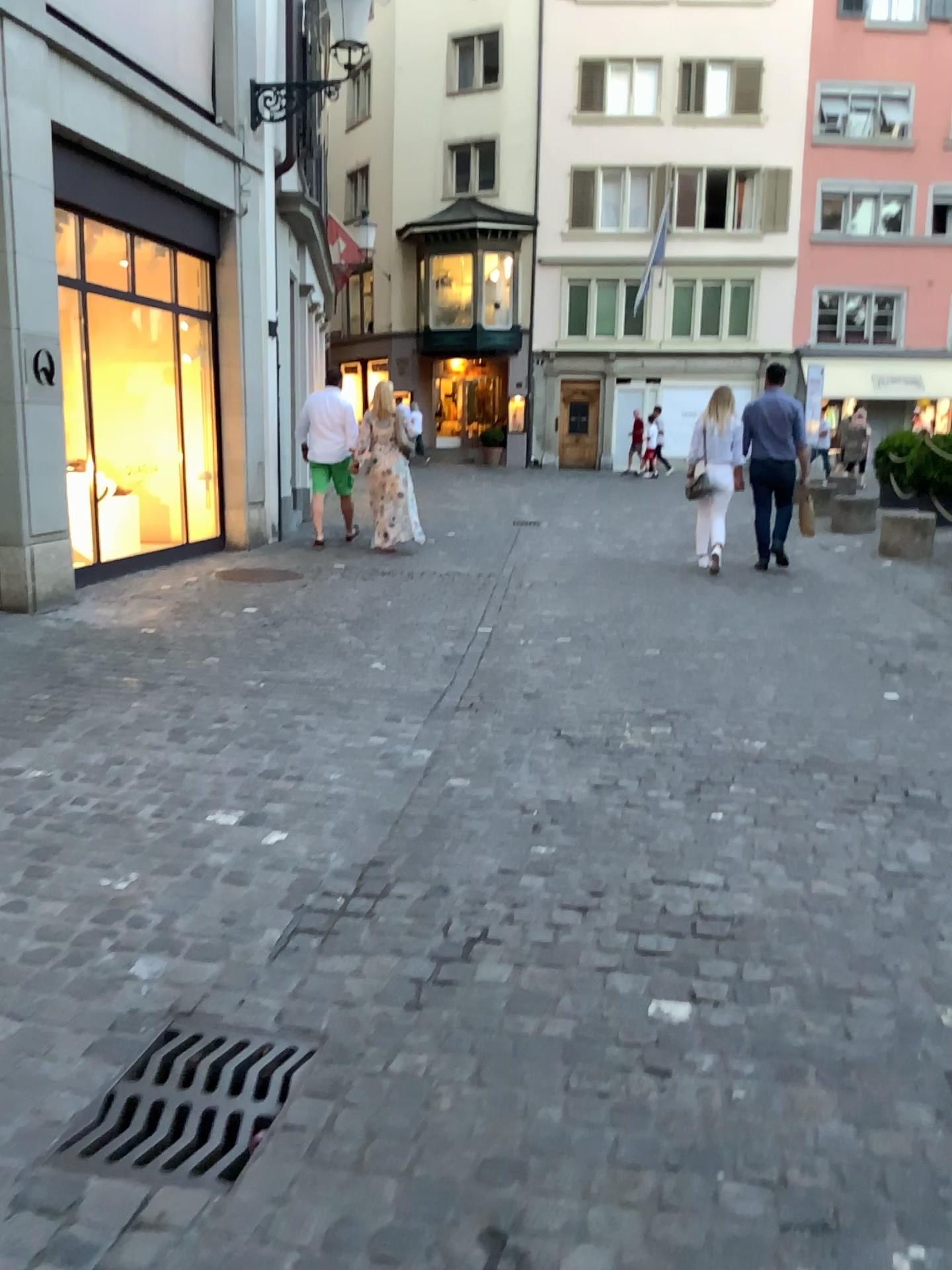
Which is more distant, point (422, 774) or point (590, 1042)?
point (422, 774)
